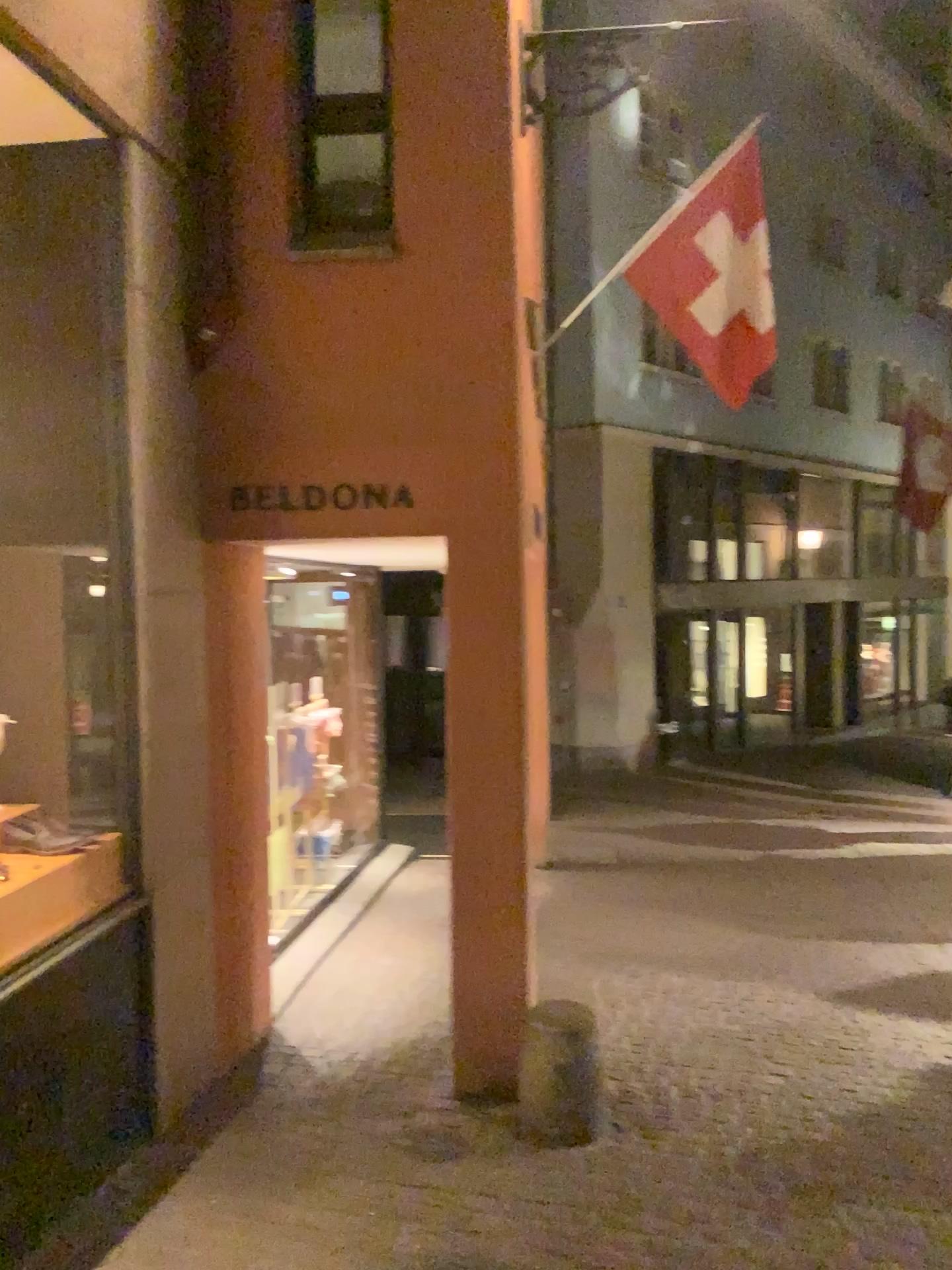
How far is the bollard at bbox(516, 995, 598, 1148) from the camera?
3.66m

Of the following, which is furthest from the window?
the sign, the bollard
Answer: the bollard

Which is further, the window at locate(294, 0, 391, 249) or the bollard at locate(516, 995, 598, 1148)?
the window at locate(294, 0, 391, 249)

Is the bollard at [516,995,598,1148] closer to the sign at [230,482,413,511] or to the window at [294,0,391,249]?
the sign at [230,482,413,511]

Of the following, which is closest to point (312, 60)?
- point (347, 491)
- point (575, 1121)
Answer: point (347, 491)

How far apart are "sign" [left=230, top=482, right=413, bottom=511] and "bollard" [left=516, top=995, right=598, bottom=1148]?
2.03m

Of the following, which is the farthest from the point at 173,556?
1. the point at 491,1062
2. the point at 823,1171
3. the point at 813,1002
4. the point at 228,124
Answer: the point at 813,1002

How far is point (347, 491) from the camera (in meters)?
3.98

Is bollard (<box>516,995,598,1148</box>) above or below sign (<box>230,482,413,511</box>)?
below

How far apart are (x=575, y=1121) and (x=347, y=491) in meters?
2.4 m
